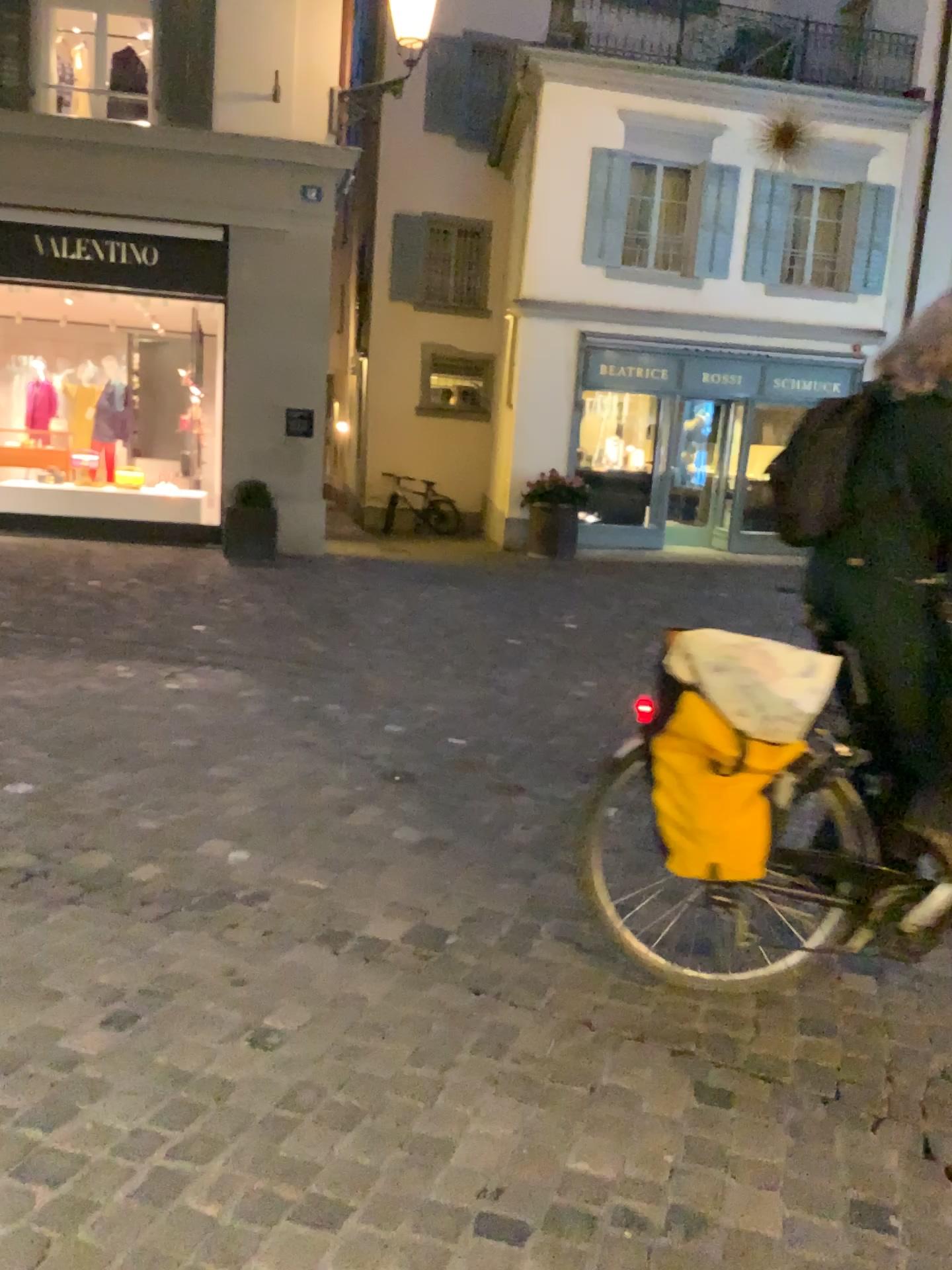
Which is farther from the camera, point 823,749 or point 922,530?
point 823,749

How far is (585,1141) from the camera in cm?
203

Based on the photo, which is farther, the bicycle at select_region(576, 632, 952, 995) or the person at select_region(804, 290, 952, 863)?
the bicycle at select_region(576, 632, 952, 995)

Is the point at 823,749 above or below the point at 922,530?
below
